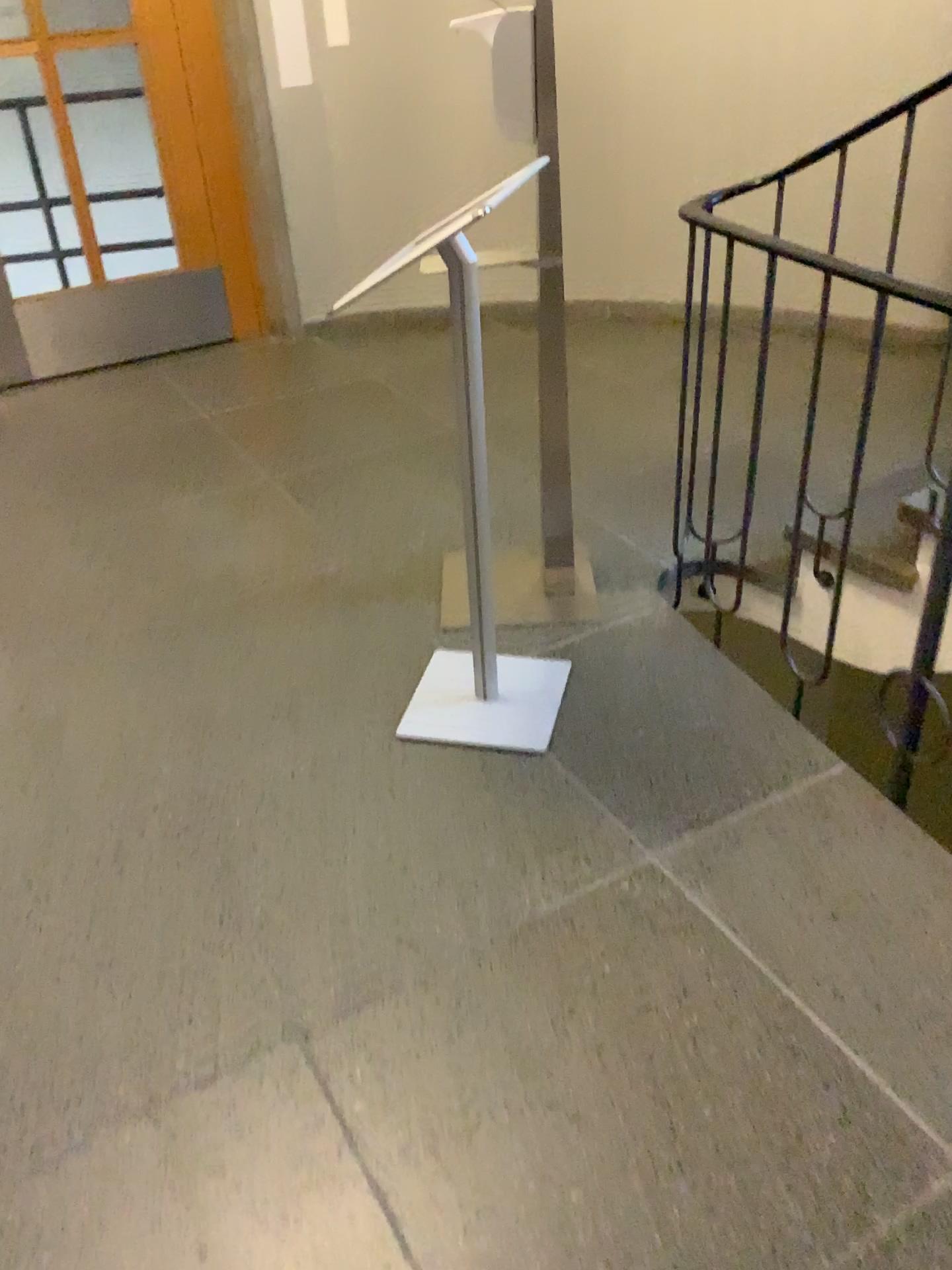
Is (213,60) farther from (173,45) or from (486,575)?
(486,575)

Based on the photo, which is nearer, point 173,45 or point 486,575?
point 486,575

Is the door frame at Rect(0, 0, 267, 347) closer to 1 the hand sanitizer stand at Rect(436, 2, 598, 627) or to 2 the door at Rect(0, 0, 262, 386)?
2 the door at Rect(0, 0, 262, 386)

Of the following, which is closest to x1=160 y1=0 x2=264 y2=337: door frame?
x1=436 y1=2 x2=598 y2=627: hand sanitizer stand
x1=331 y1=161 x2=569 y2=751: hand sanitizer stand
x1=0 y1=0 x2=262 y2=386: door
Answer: x1=0 y1=0 x2=262 y2=386: door

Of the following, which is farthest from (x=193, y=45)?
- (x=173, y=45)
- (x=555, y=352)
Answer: (x=555, y=352)

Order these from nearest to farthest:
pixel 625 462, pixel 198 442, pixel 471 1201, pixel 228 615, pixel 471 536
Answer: pixel 471 1201, pixel 471 536, pixel 228 615, pixel 625 462, pixel 198 442

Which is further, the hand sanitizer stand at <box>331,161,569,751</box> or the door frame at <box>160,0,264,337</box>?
the door frame at <box>160,0,264,337</box>

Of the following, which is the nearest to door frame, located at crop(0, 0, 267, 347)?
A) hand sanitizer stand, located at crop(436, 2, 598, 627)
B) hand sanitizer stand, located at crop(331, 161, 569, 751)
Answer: hand sanitizer stand, located at crop(436, 2, 598, 627)

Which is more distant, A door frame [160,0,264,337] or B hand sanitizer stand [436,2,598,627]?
A door frame [160,0,264,337]

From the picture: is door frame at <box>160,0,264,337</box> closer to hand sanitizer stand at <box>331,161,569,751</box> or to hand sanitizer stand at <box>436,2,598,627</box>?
hand sanitizer stand at <box>436,2,598,627</box>
